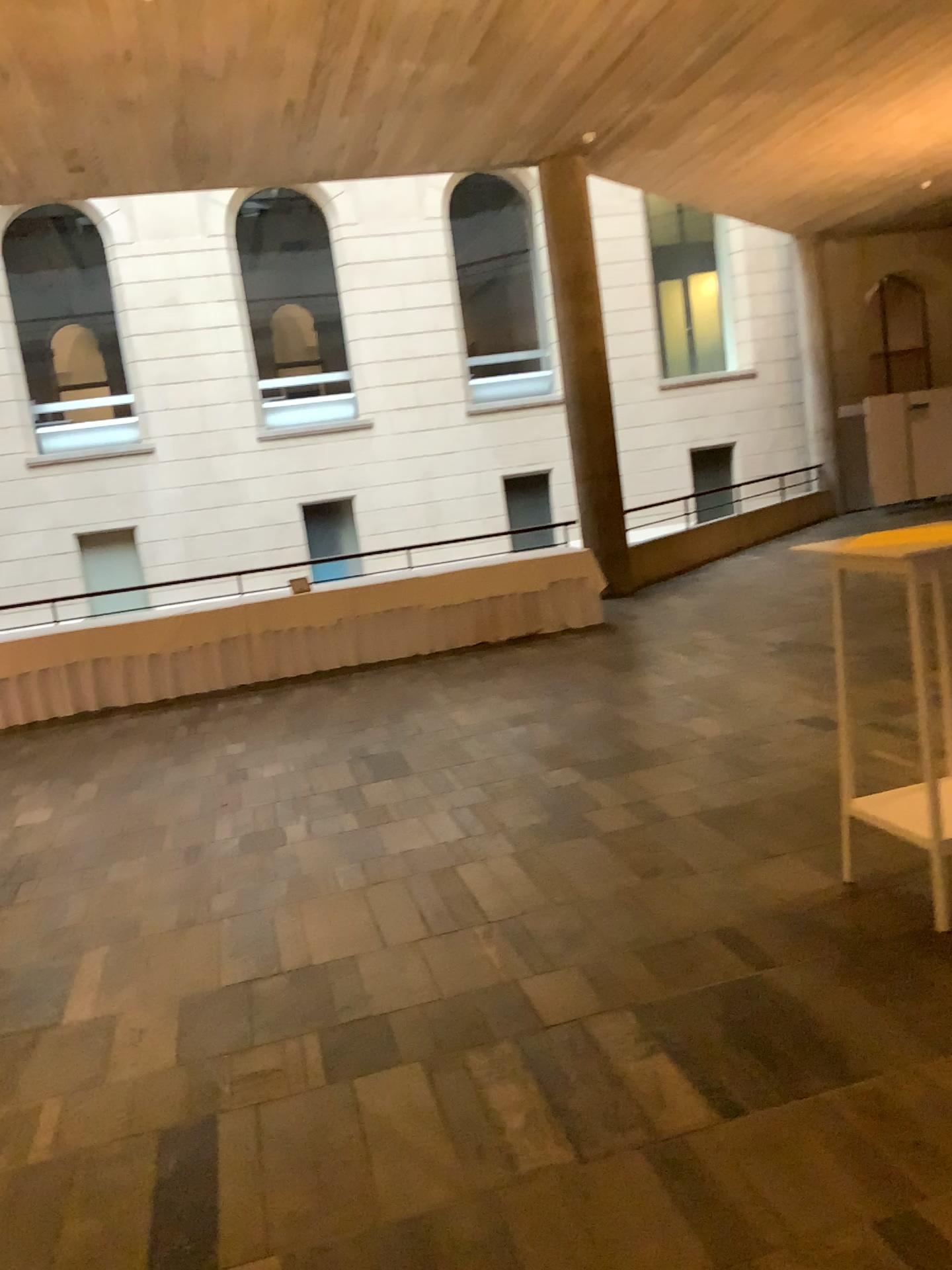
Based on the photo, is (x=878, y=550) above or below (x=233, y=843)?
above
